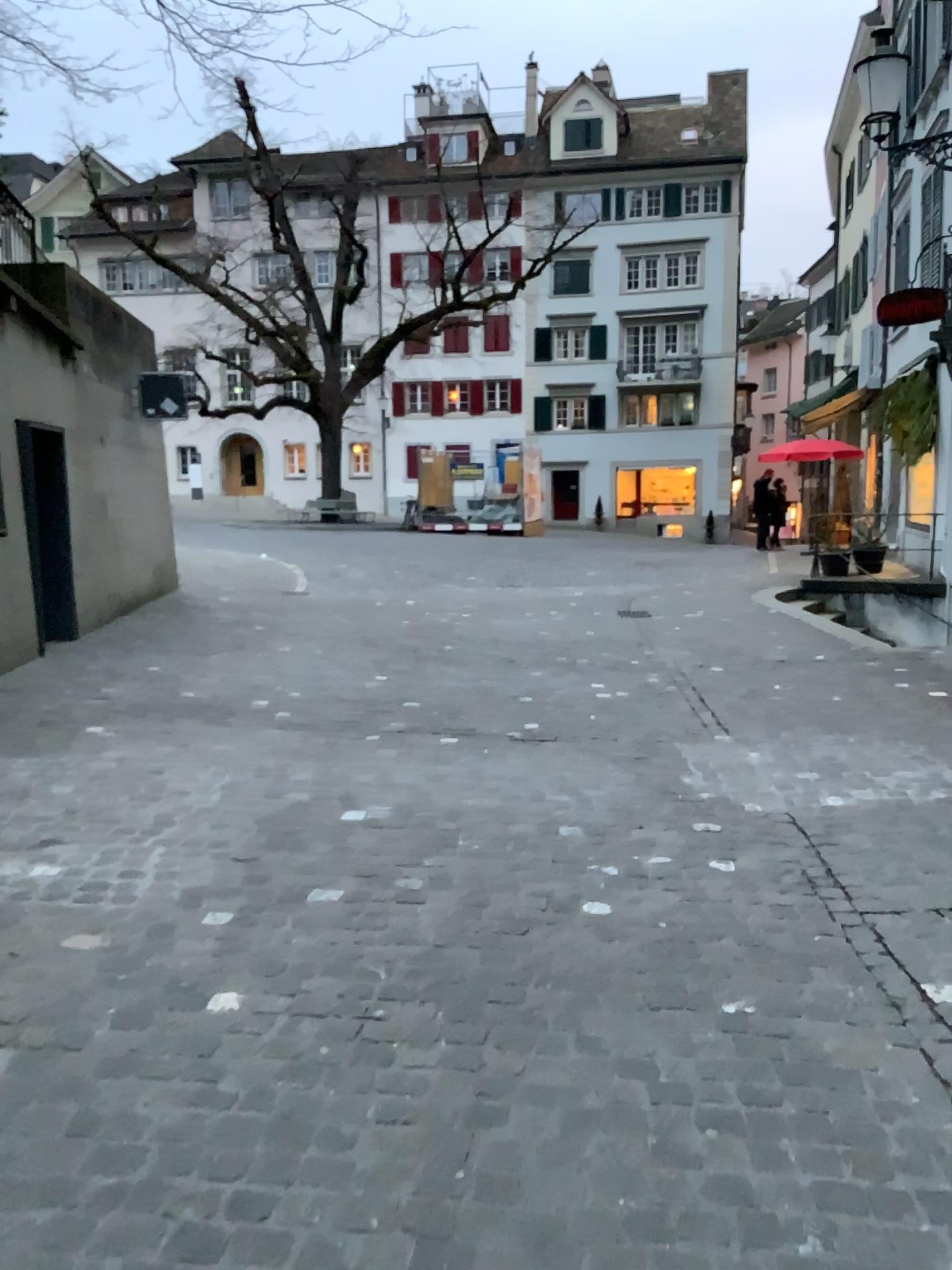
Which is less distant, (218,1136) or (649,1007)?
(218,1136)
